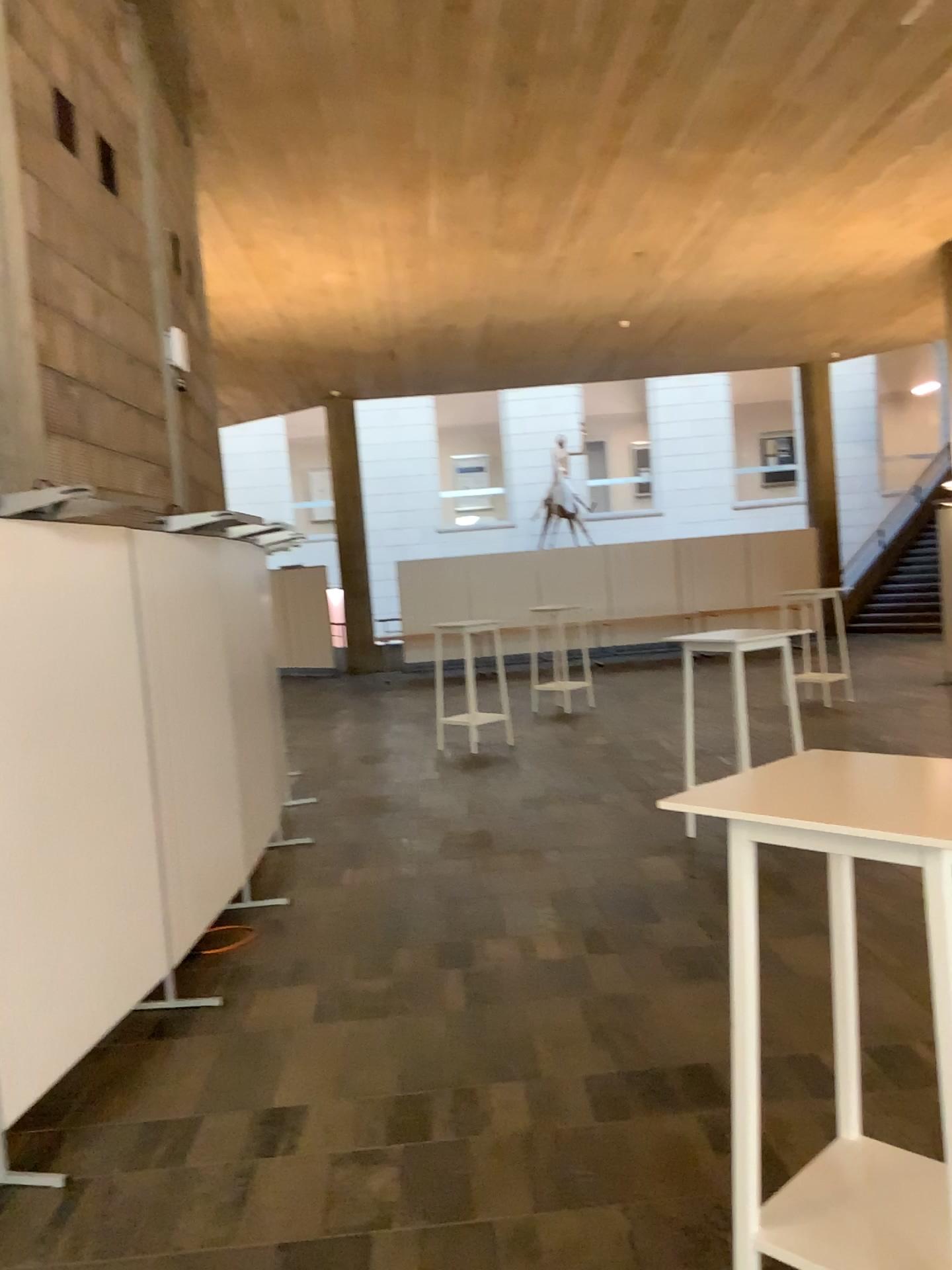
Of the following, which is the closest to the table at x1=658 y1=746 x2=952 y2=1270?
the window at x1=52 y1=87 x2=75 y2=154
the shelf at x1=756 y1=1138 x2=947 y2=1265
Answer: the shelf at x1=756 y1=1138 x2=947 y2=1265

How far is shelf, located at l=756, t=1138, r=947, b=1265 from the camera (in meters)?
1.97

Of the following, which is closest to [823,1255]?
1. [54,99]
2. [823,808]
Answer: [823,808]

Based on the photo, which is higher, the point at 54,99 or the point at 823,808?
the point at 54,99

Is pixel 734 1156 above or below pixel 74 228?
below

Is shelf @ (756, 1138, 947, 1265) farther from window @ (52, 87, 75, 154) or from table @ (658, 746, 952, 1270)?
window @ (52, 87, 75, 154)

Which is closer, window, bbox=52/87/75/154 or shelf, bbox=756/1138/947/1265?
shelf, bbox=756/1138/947/1265

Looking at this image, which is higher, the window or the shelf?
the window

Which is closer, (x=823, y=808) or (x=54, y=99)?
(x=823, y=808)
